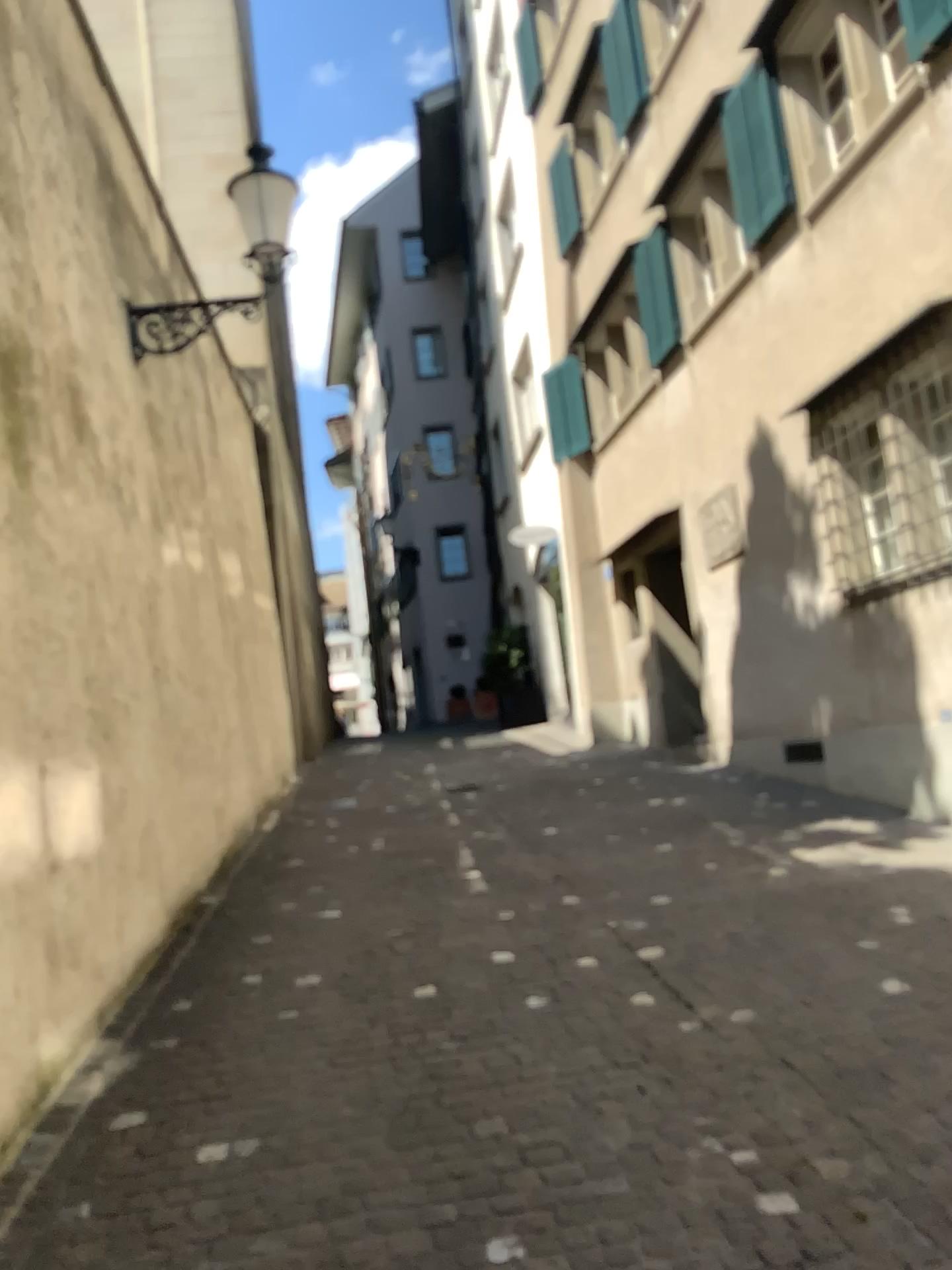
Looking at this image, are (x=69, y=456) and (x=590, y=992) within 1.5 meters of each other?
no
